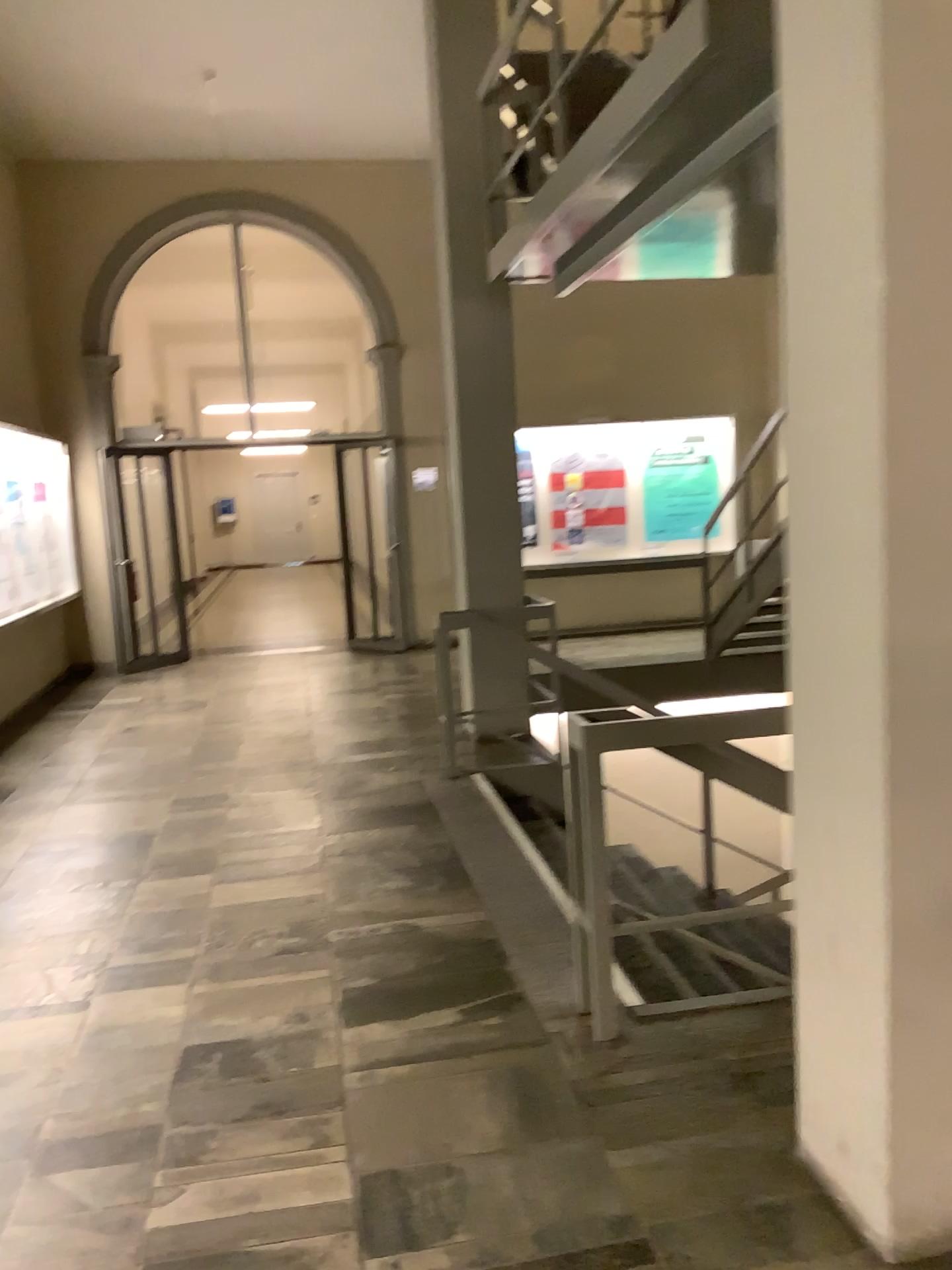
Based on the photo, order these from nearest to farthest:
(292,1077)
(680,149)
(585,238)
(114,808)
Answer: (292,1077)
(680,149)
(585,238)
(114,808)
